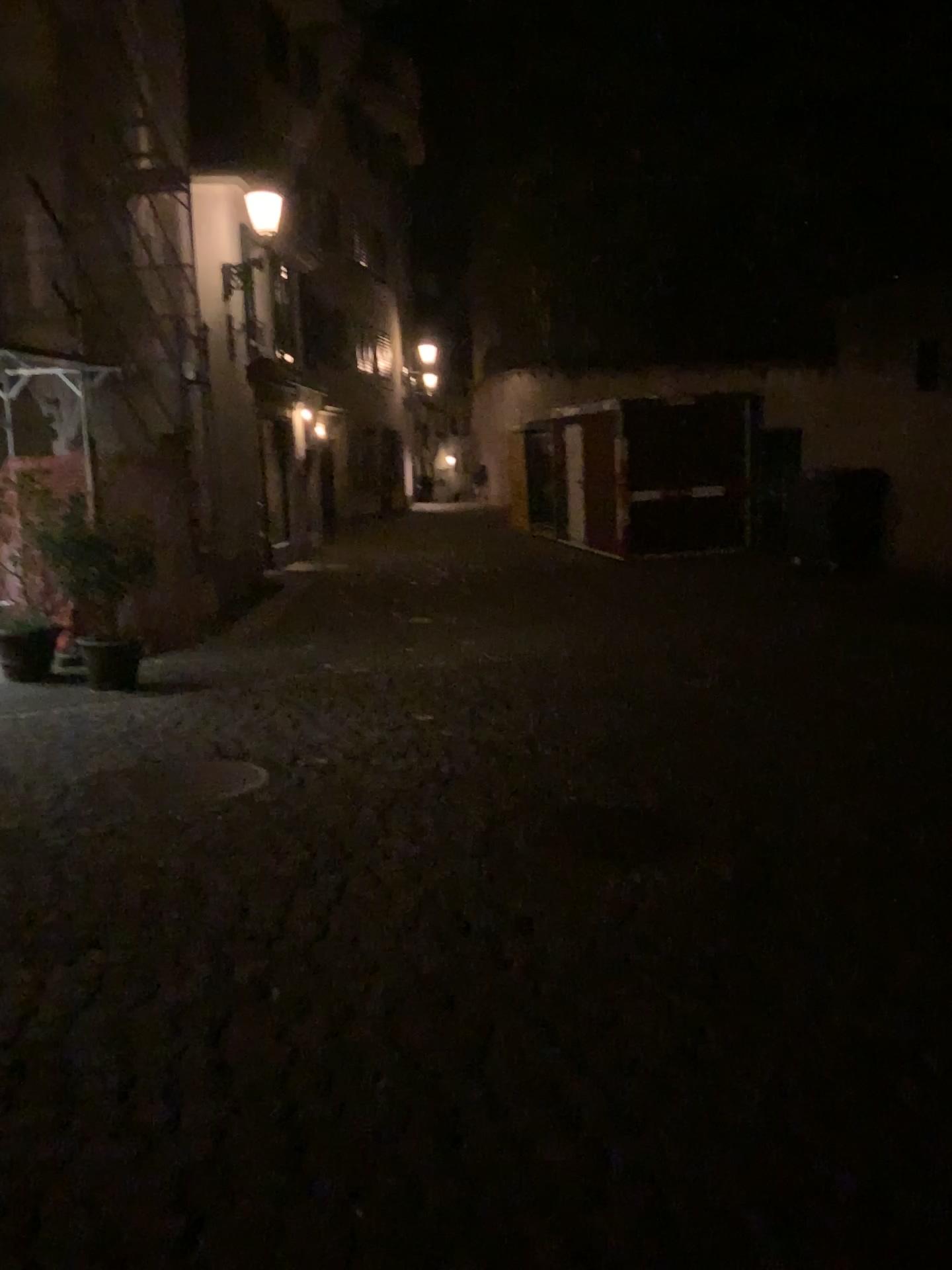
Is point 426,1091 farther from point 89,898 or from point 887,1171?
point 89,898
